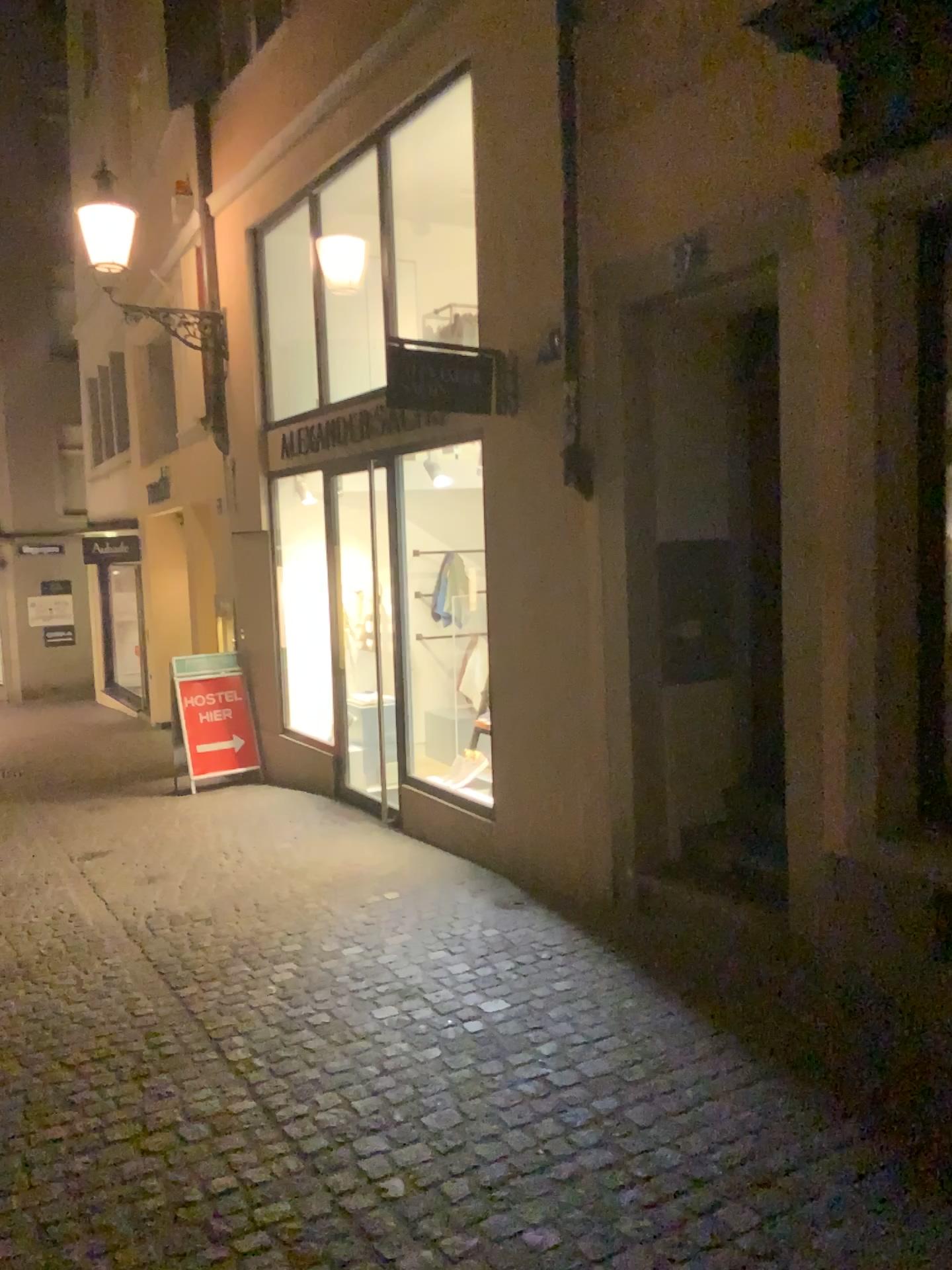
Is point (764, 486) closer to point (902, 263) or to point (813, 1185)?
point (902, 263)
